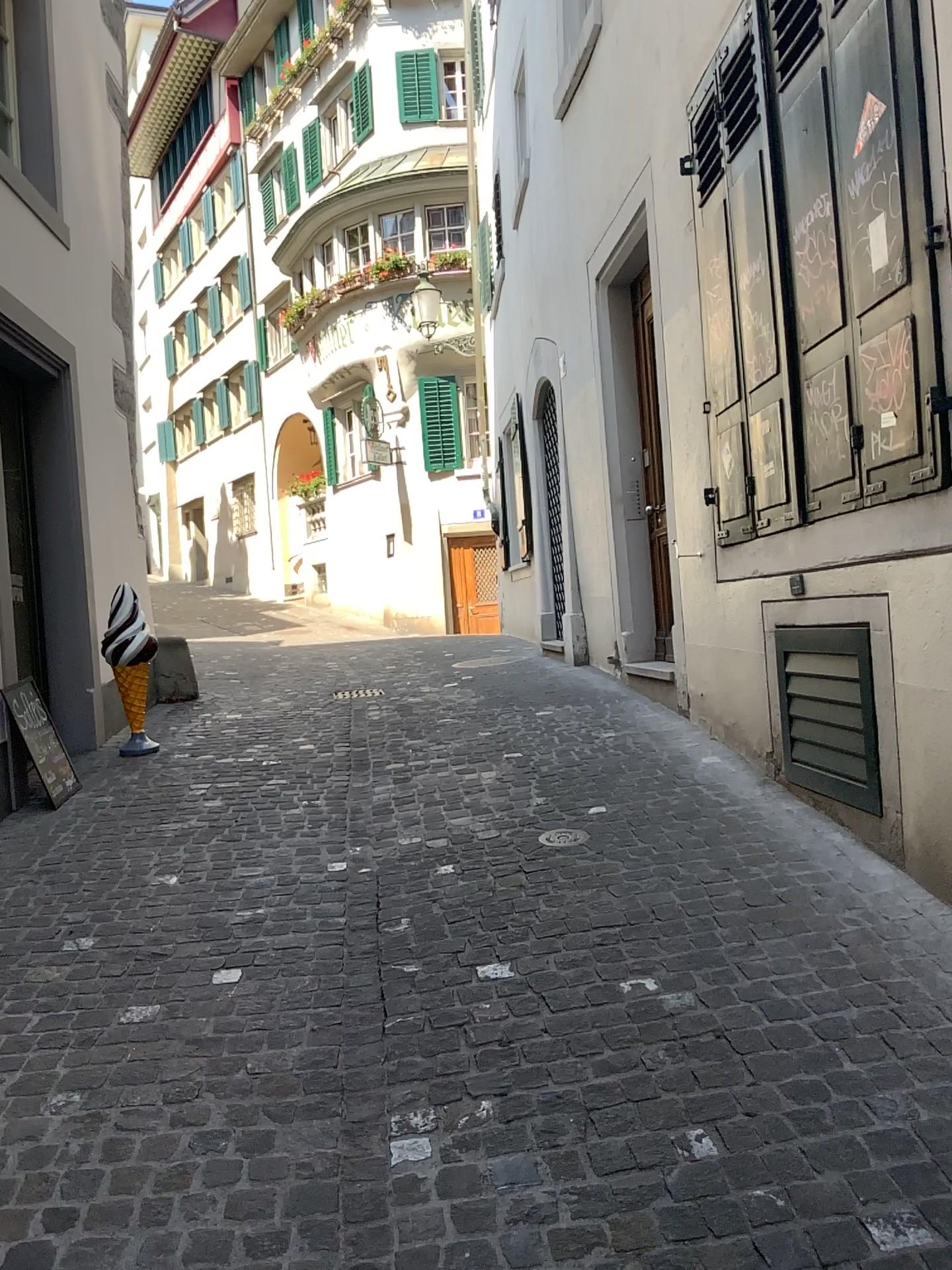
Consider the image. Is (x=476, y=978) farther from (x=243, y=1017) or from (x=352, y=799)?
(x=352, y=799)
